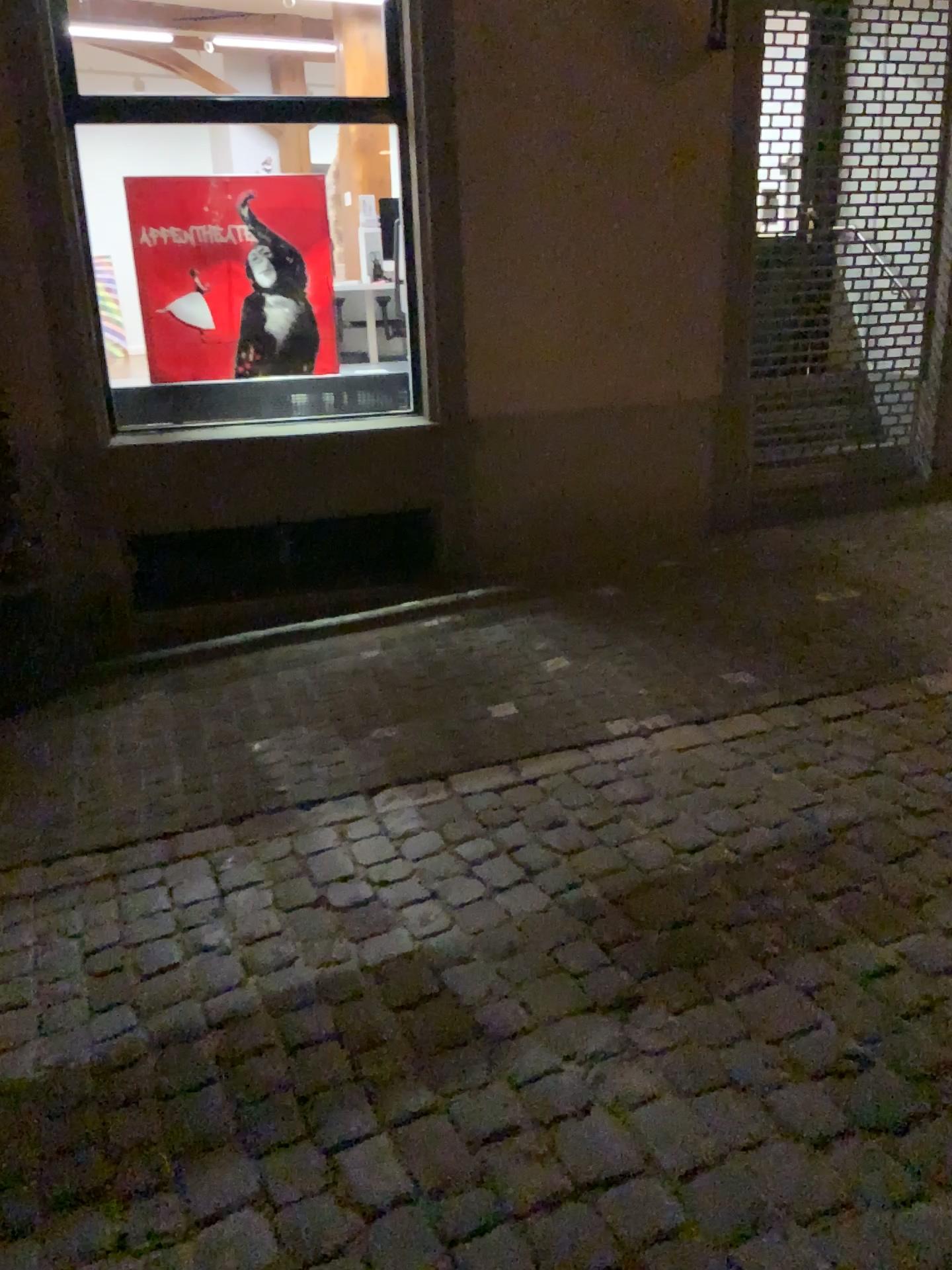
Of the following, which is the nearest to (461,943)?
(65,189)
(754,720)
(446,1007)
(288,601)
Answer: (446,1007)
